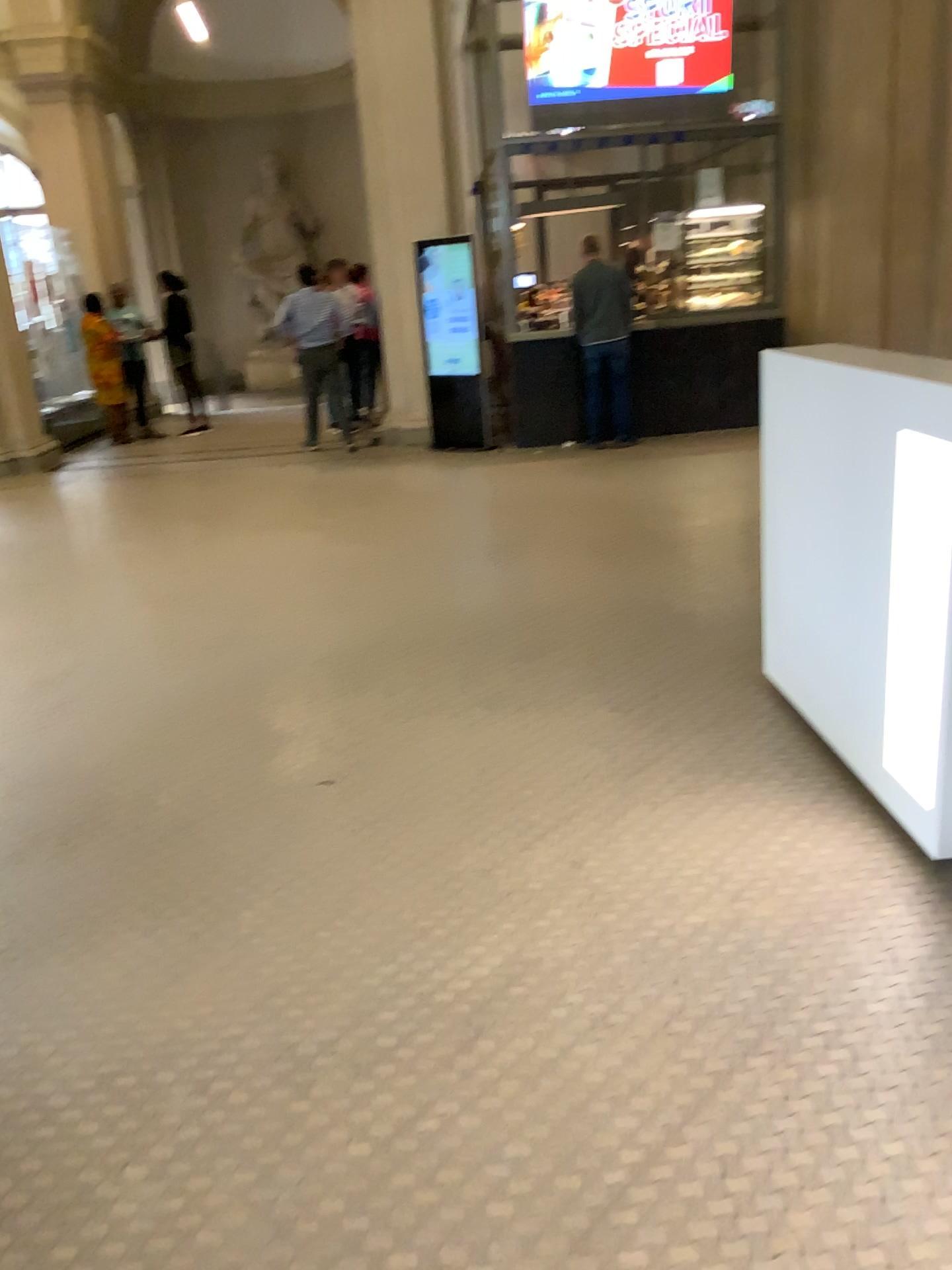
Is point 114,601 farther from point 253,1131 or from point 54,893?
point 253,1131
